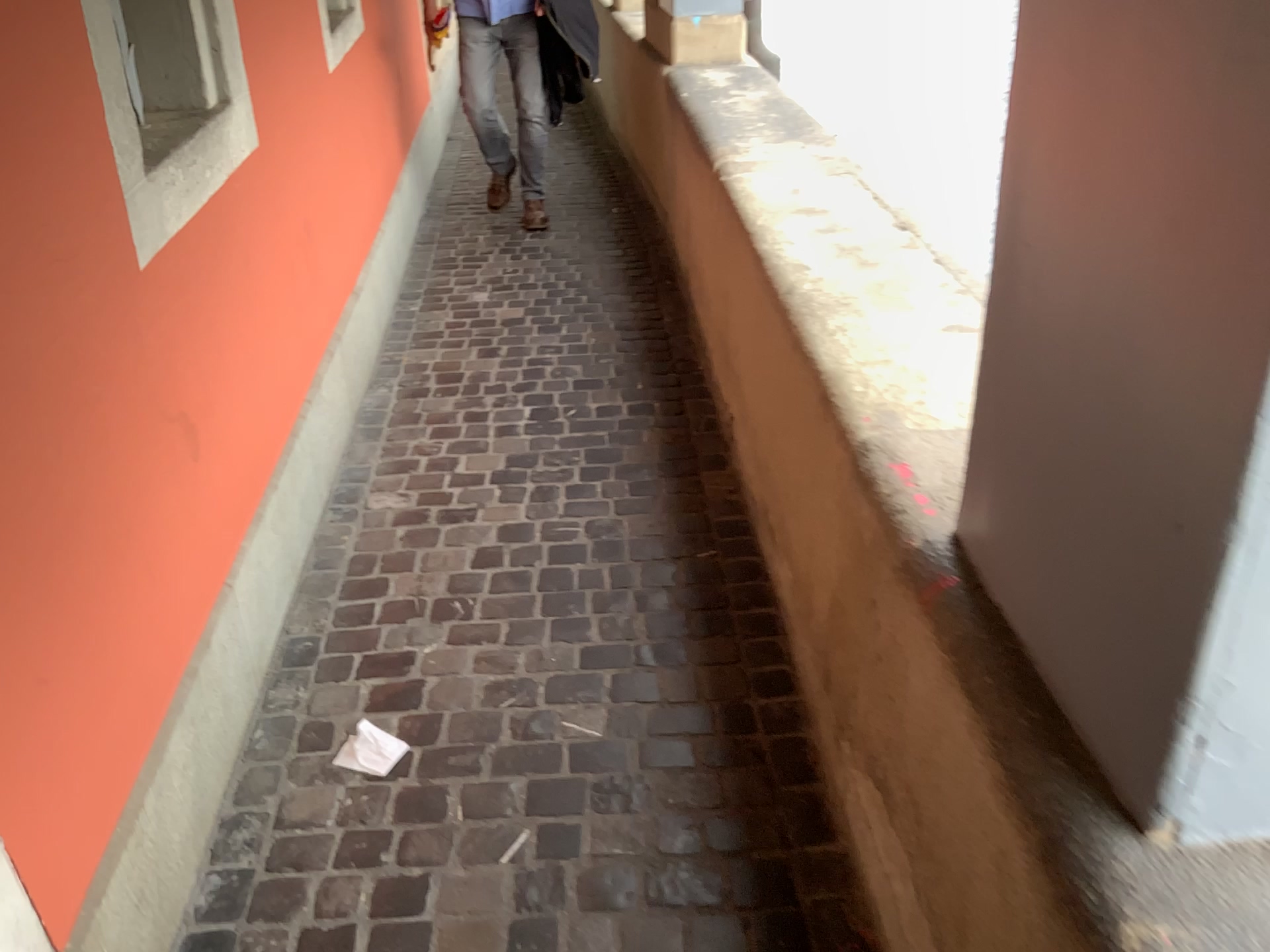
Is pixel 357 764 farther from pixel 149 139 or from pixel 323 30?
pixel 323 30

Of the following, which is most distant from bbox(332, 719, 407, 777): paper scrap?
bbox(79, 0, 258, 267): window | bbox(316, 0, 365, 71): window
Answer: bbox(316, 0, 365, 71): window

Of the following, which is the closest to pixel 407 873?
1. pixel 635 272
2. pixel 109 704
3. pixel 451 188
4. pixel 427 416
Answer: pixel 109 704

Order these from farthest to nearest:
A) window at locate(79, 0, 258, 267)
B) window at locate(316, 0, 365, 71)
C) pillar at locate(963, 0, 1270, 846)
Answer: window at locate(316, 0, 365, 71)
window at locate(79, 0, 258, 267)
pillar at locate(963, 0, 1270, 846)

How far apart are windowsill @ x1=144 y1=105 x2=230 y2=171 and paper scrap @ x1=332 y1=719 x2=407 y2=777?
1.10m

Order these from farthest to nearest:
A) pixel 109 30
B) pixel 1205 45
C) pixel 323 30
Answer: pixel 323 30, pixel 109 30, pixel 1205 45

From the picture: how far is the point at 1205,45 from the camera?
0.7m

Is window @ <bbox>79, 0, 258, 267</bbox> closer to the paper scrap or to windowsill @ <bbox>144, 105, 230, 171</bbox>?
windowsill @ <bbox>144, 105, 230, 171</bbox>

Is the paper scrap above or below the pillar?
below

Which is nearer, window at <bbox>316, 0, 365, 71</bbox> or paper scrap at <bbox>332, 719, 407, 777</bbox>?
paper scrap at <bbox>332, 719, 407, 777</bbox>
